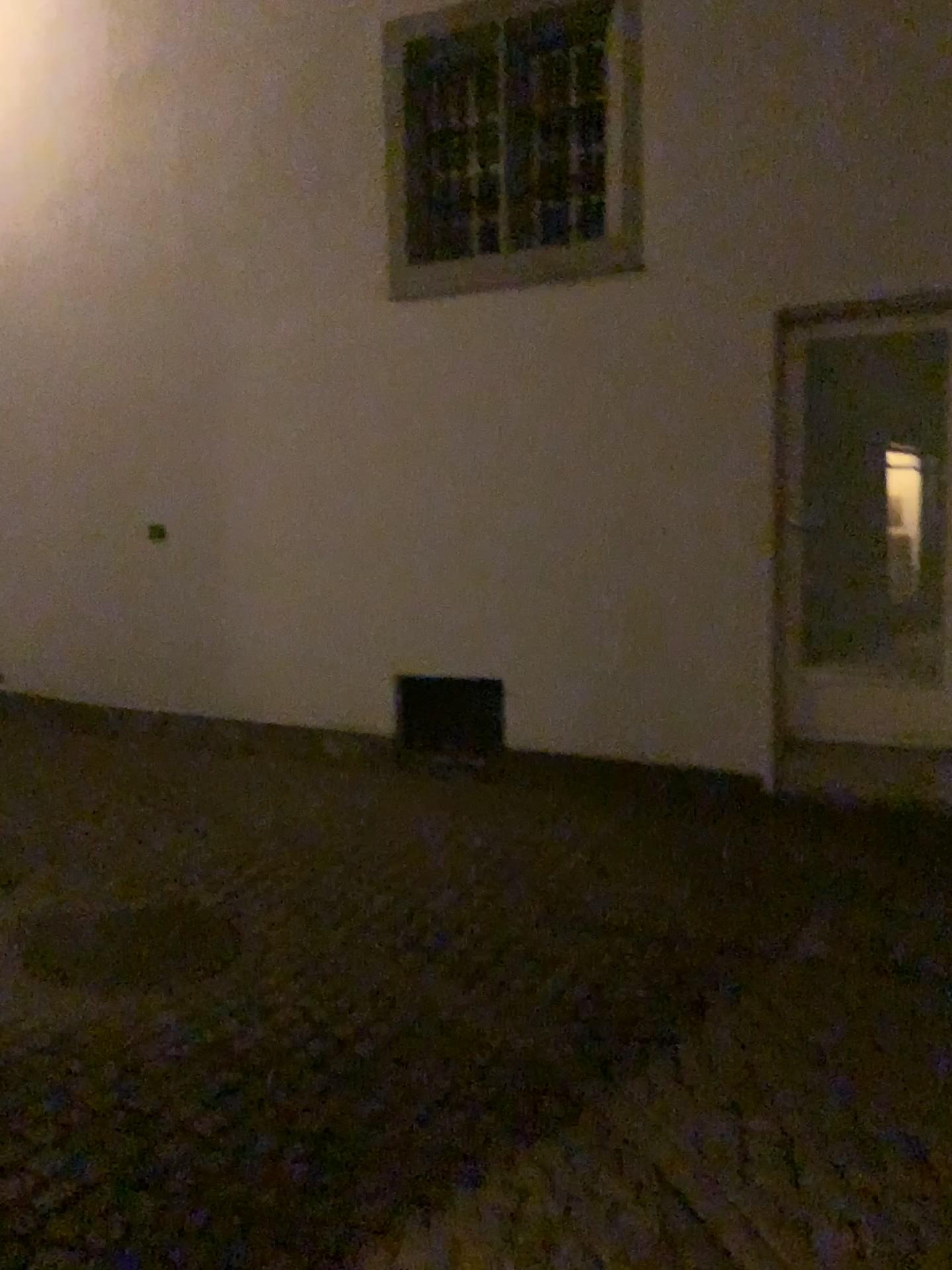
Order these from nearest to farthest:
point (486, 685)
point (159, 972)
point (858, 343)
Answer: point (159, 972) < point (858, 343) < point (486, 685)

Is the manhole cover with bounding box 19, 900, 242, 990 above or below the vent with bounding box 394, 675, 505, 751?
below

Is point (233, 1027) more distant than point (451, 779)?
No

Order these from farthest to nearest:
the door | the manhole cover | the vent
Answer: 1. the vent
2. the door
3. the manhole cover

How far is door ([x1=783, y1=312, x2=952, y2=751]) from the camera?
4.4 meters

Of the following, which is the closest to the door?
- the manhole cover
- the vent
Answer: the vent

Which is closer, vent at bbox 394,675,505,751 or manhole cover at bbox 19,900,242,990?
manhole cover at bbox 19,900,242,990

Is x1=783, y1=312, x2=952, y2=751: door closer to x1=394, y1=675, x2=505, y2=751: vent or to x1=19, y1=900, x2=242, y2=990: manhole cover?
x1=394, y1=675, x2=505, y2=751: vent

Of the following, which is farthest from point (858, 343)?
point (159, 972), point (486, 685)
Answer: point (159, 972)

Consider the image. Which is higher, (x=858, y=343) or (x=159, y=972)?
(x=858, y=343)
